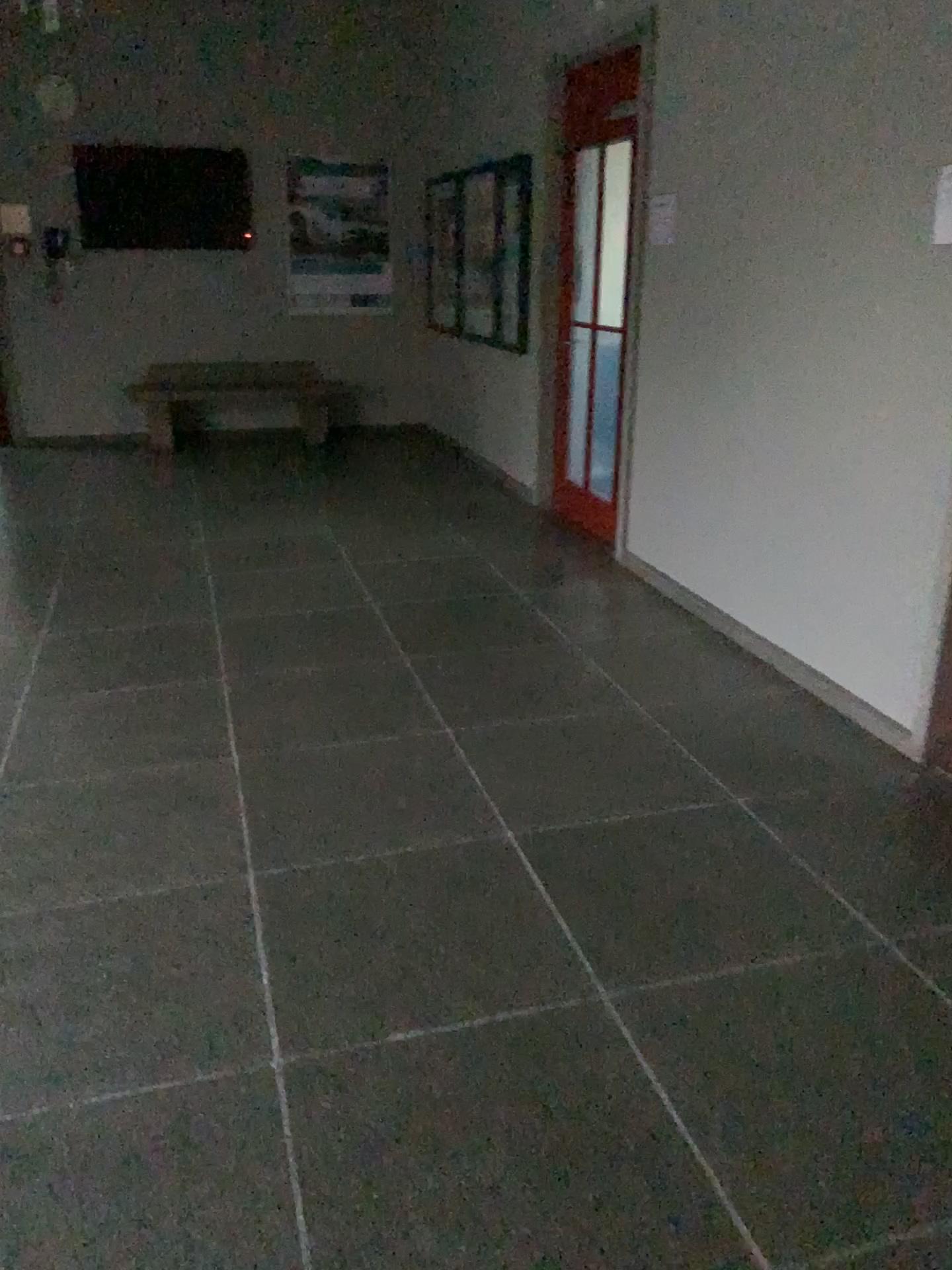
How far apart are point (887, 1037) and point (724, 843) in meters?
0.7 m
